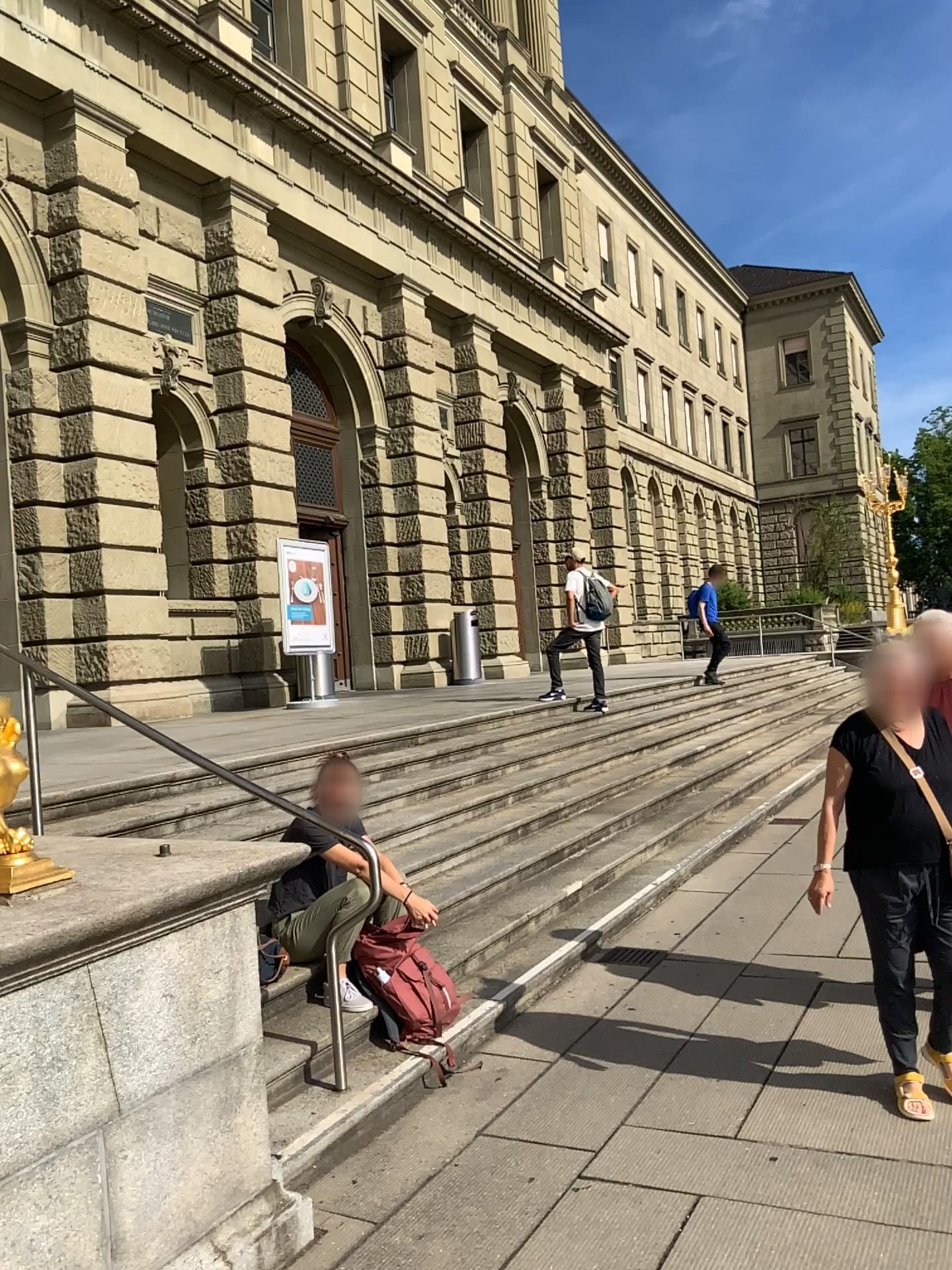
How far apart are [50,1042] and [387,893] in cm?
210
